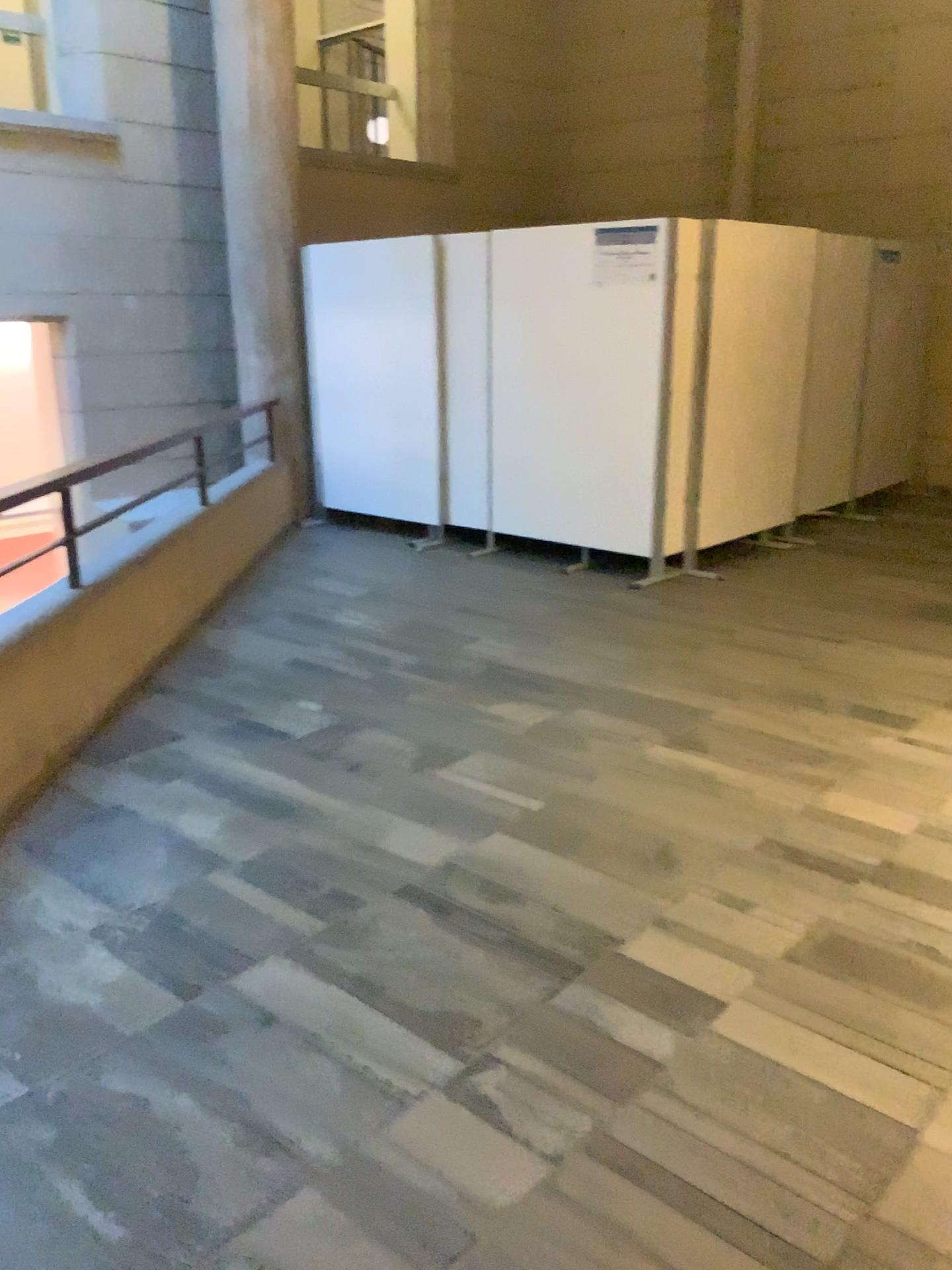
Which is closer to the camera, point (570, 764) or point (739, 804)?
point (739, 804)
